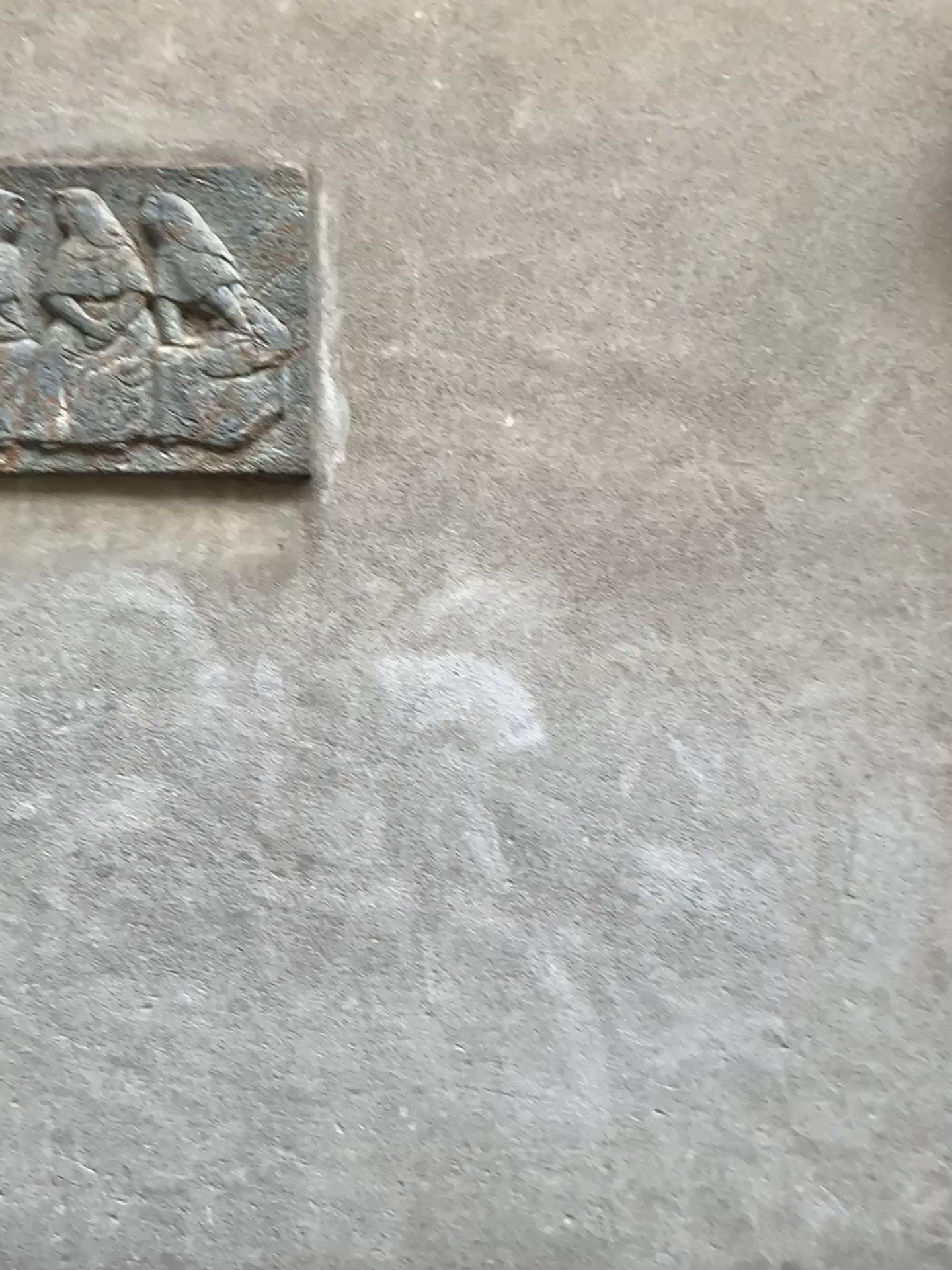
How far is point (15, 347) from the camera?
2.0m

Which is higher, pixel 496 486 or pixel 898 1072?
pixel 496 486

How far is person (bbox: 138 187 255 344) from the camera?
1.99m

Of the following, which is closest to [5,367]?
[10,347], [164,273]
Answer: [10,347]

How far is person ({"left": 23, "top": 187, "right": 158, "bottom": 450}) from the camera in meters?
2.0 m

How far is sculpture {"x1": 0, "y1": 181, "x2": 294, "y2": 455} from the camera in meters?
2.0

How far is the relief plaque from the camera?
1.97m

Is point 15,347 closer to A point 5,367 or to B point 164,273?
A point 5,367
